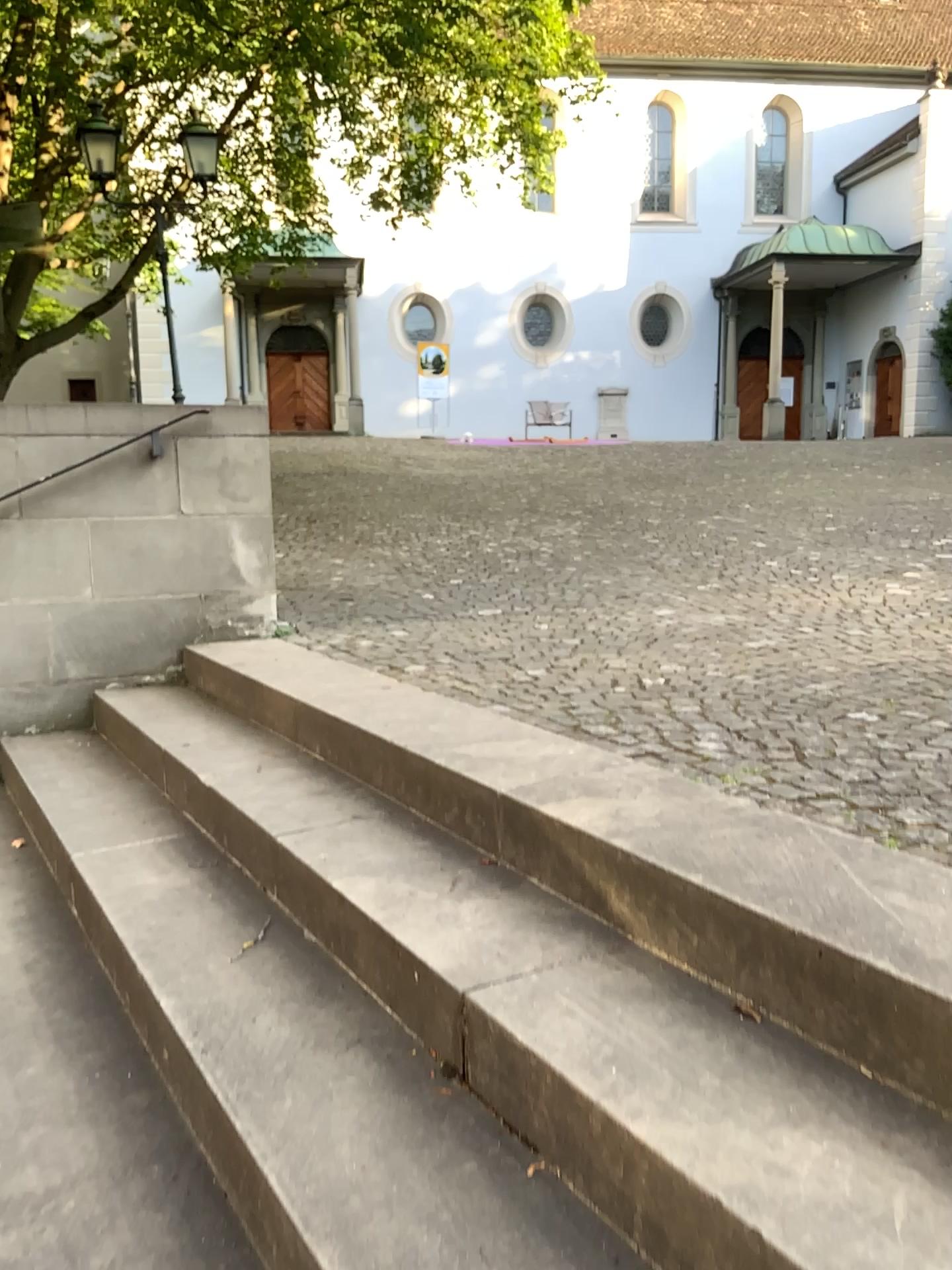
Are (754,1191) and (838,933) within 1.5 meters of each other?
yes
